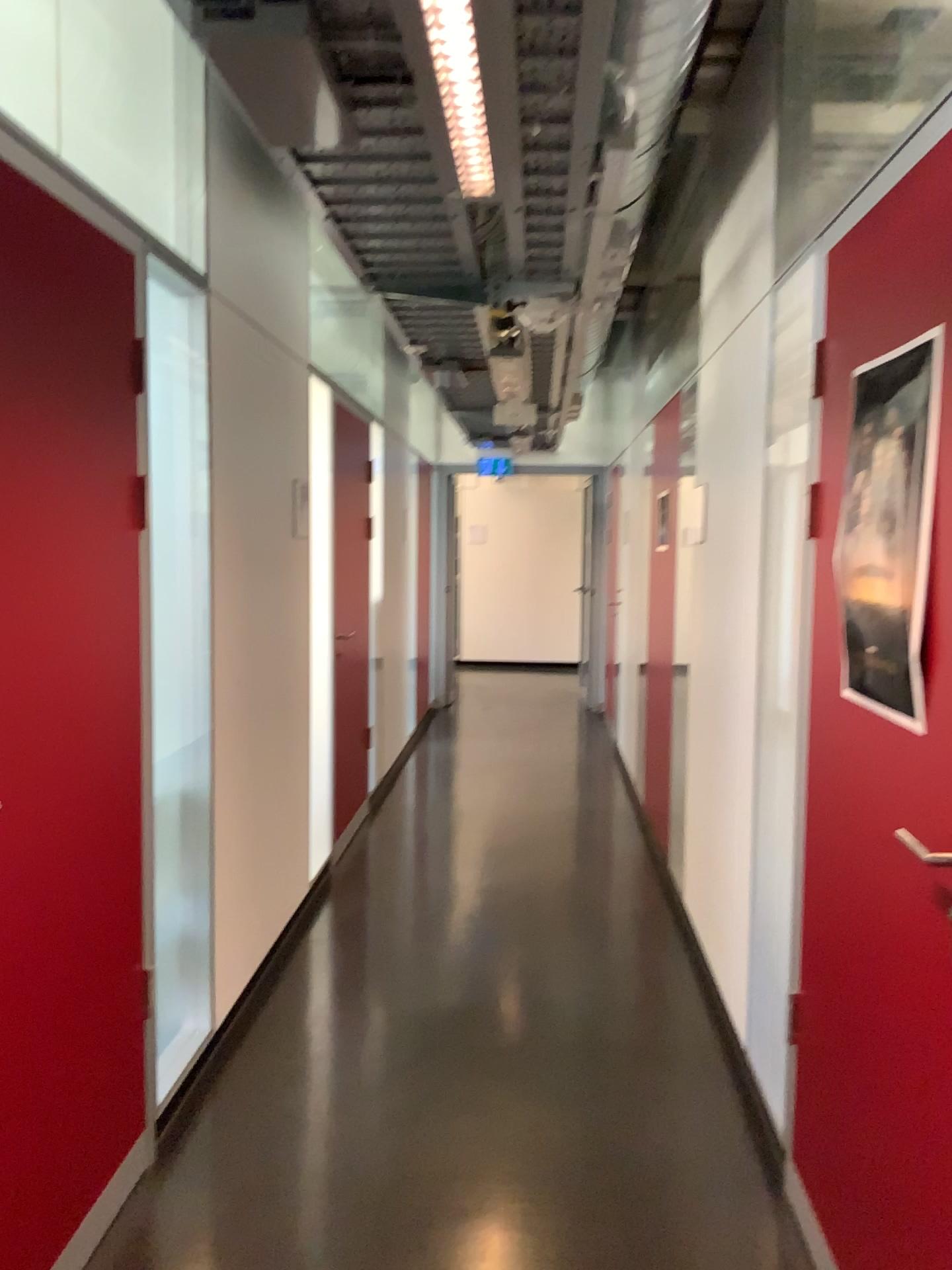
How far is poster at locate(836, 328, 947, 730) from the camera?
1.6 meters

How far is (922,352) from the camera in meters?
1.6 m

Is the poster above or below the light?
below

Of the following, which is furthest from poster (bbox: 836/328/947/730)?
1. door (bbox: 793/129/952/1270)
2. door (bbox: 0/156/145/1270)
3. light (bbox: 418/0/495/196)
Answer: door (bbox: 0/156/145/1270)

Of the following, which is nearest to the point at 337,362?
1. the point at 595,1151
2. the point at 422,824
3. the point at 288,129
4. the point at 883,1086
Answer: the point at 422,824

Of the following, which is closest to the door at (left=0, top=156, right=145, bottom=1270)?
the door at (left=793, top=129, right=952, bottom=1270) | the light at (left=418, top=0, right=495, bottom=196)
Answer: the light at (left=418, top=0, right=495, bottom=196)

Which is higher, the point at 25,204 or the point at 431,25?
the point at 431,25

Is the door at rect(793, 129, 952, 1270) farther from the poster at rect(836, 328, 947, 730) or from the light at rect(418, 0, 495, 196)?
the light at rect(418, 0, 495, 196)

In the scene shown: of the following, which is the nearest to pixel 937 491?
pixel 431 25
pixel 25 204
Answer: pixel 431 25

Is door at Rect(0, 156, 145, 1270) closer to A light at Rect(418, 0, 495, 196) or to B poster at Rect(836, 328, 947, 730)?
A light at Rect(418, 0, 495, 196)
